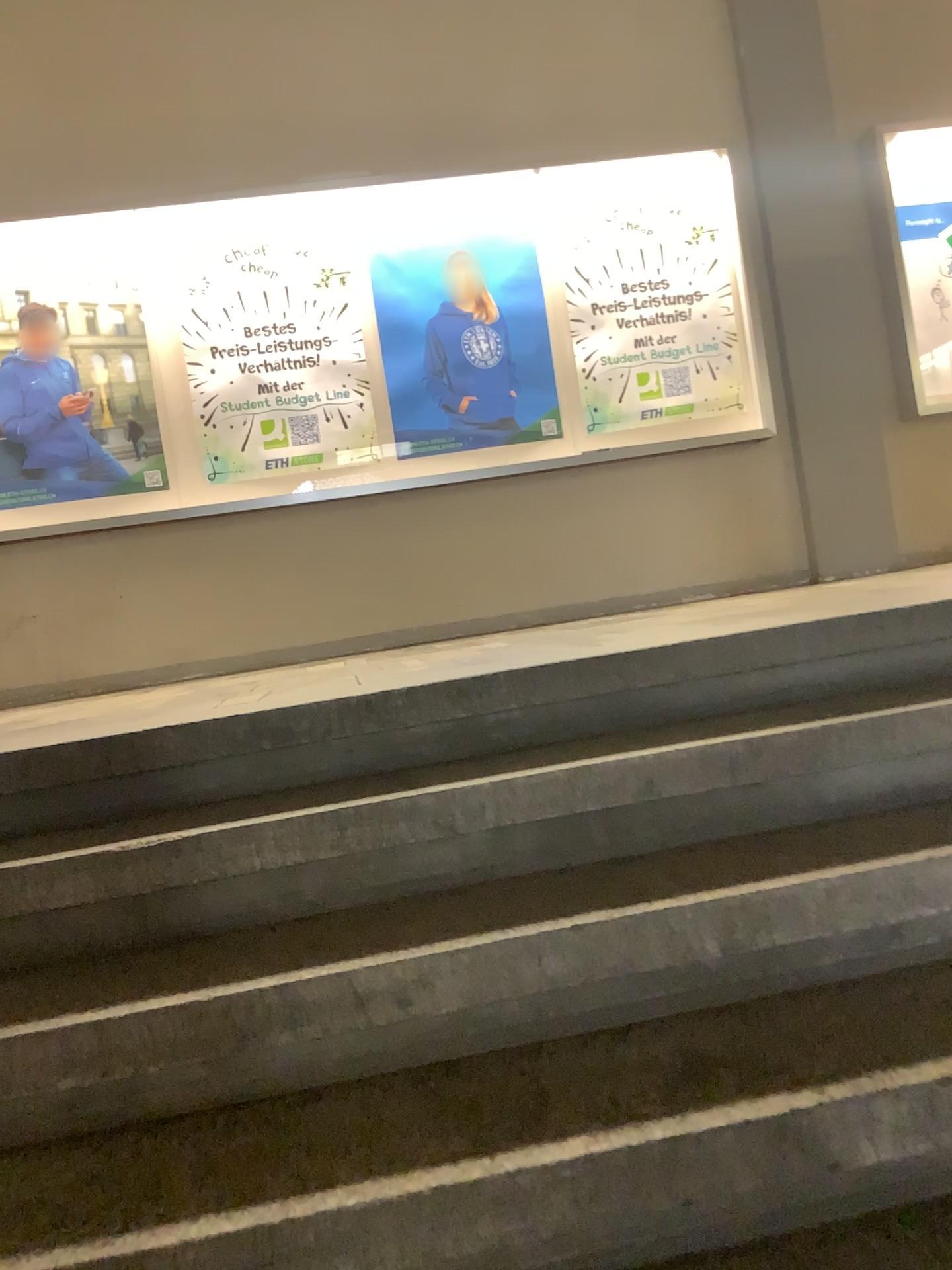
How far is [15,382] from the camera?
4.9 meters

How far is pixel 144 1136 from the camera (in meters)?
1.35

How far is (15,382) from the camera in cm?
488

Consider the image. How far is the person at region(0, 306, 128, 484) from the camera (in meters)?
4.88

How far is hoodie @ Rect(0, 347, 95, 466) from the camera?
4.9m
